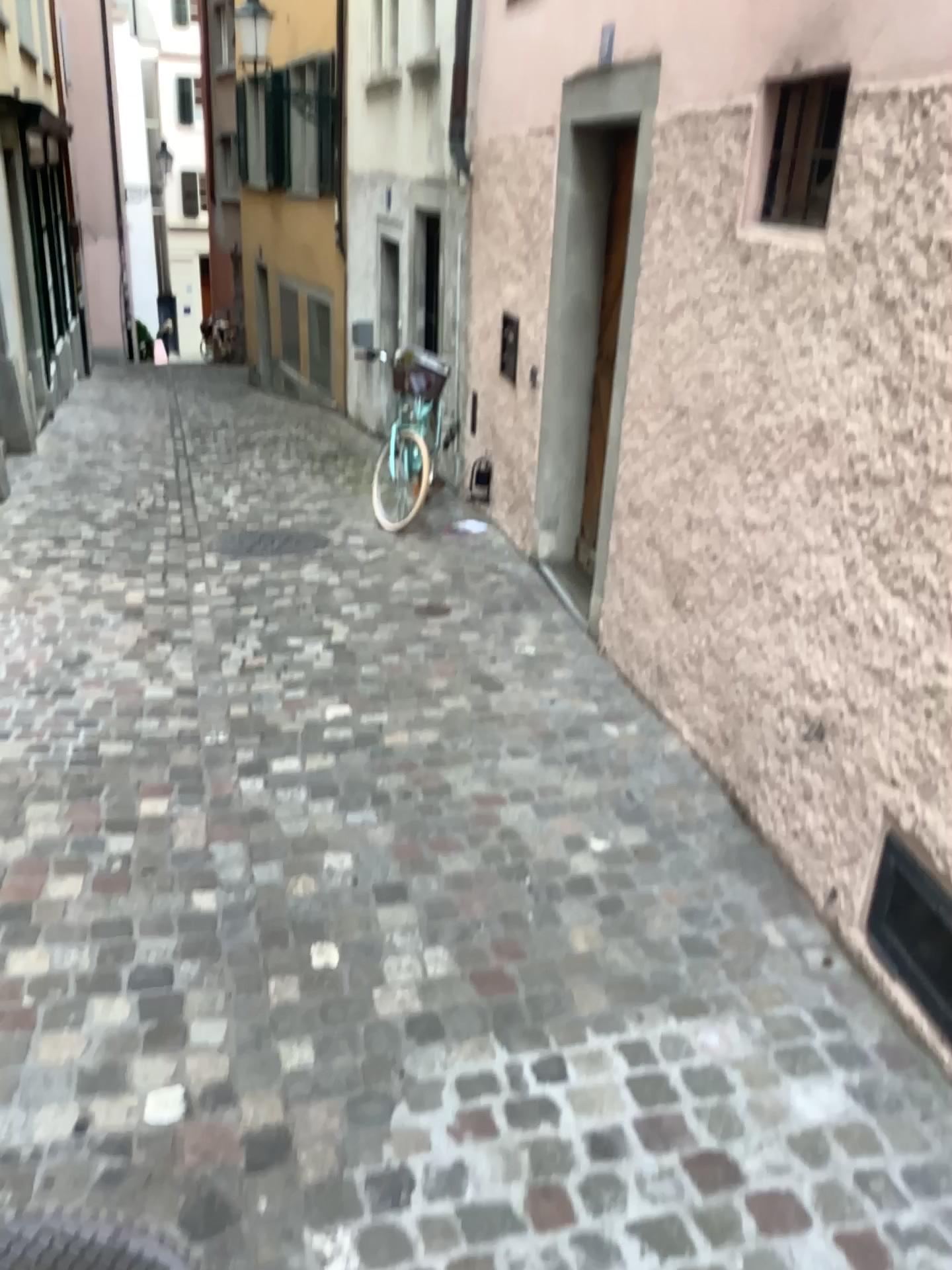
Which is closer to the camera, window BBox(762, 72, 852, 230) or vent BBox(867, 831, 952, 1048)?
vent BBox(867, 831, 952, 1048)

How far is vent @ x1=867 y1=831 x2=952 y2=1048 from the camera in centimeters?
227cm

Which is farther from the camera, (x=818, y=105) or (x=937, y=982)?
(x=818, y=105)

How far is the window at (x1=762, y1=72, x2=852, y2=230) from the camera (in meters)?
2.86

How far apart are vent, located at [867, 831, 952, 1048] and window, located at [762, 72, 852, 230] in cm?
172

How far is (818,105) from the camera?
2.9 meters

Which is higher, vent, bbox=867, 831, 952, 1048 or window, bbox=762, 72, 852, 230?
window, bbox=762, 72, 852, 230

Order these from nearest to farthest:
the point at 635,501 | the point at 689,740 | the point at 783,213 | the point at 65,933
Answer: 1. the point at 65,933
2. the point at 783,213
3. the point at 689,740
4. the point at 635,501

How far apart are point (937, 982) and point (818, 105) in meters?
2.3 m
